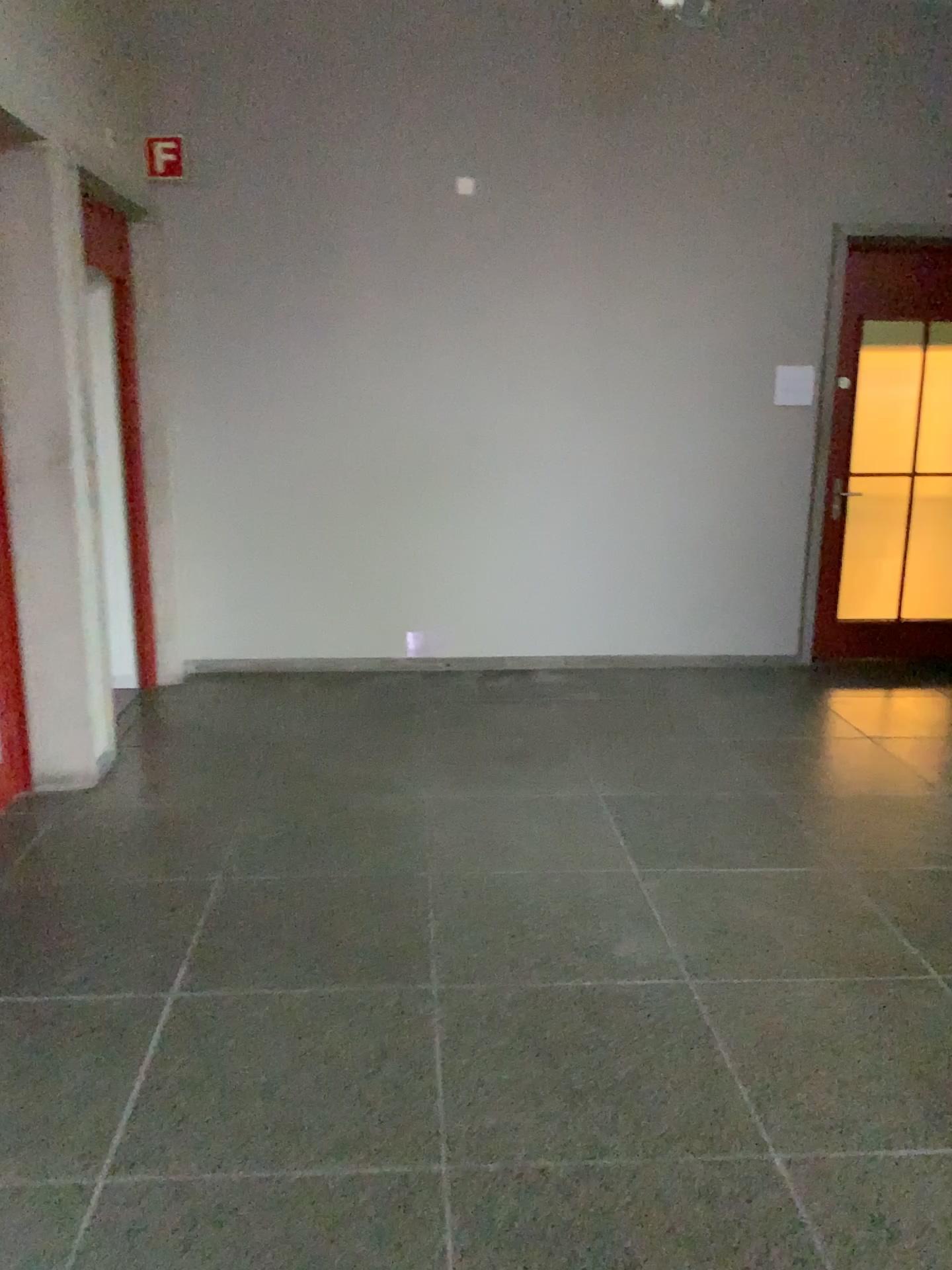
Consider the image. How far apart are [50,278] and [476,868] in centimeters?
261cm
